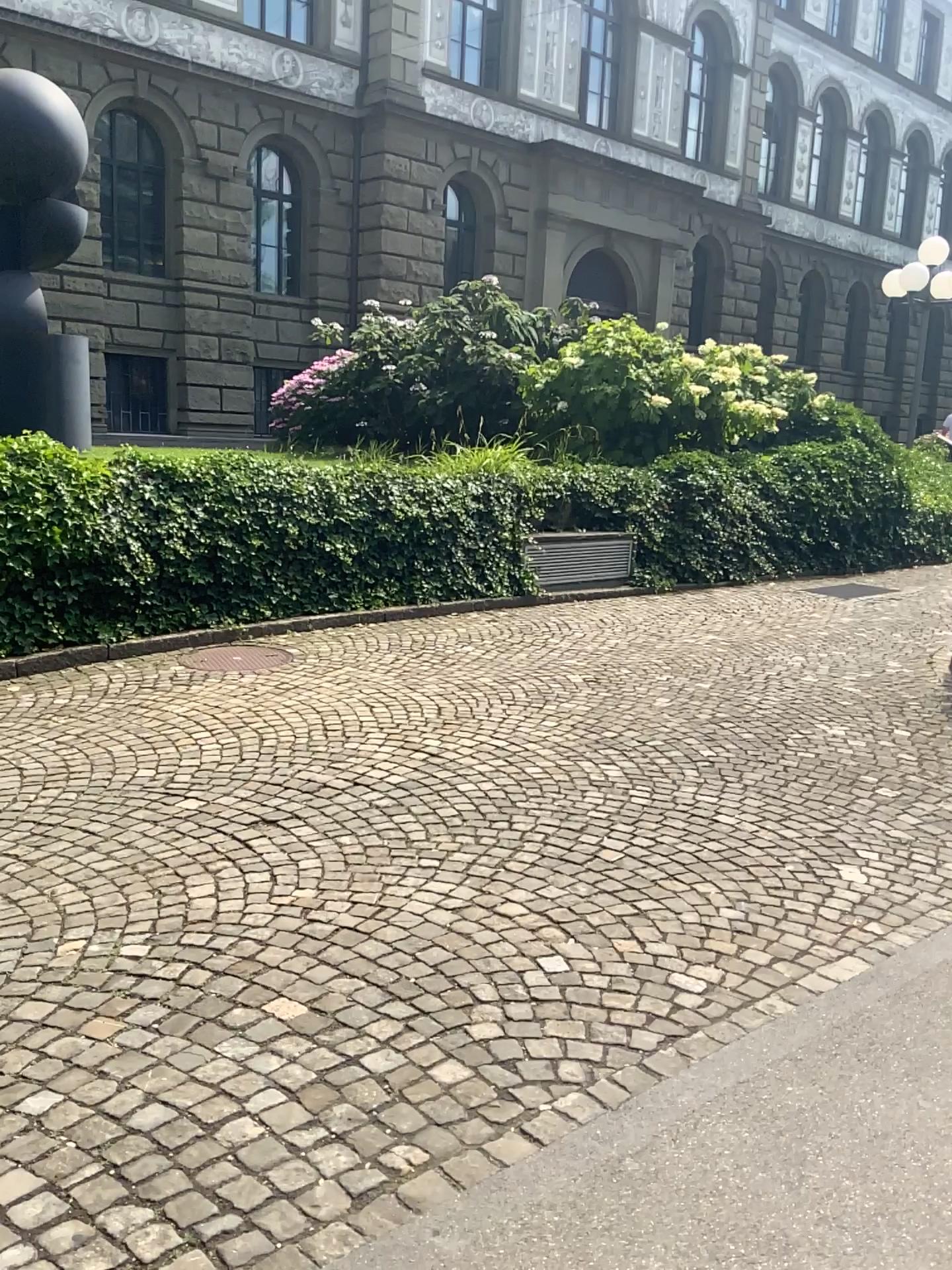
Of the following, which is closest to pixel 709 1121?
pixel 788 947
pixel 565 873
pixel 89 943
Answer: pixel 788 947
